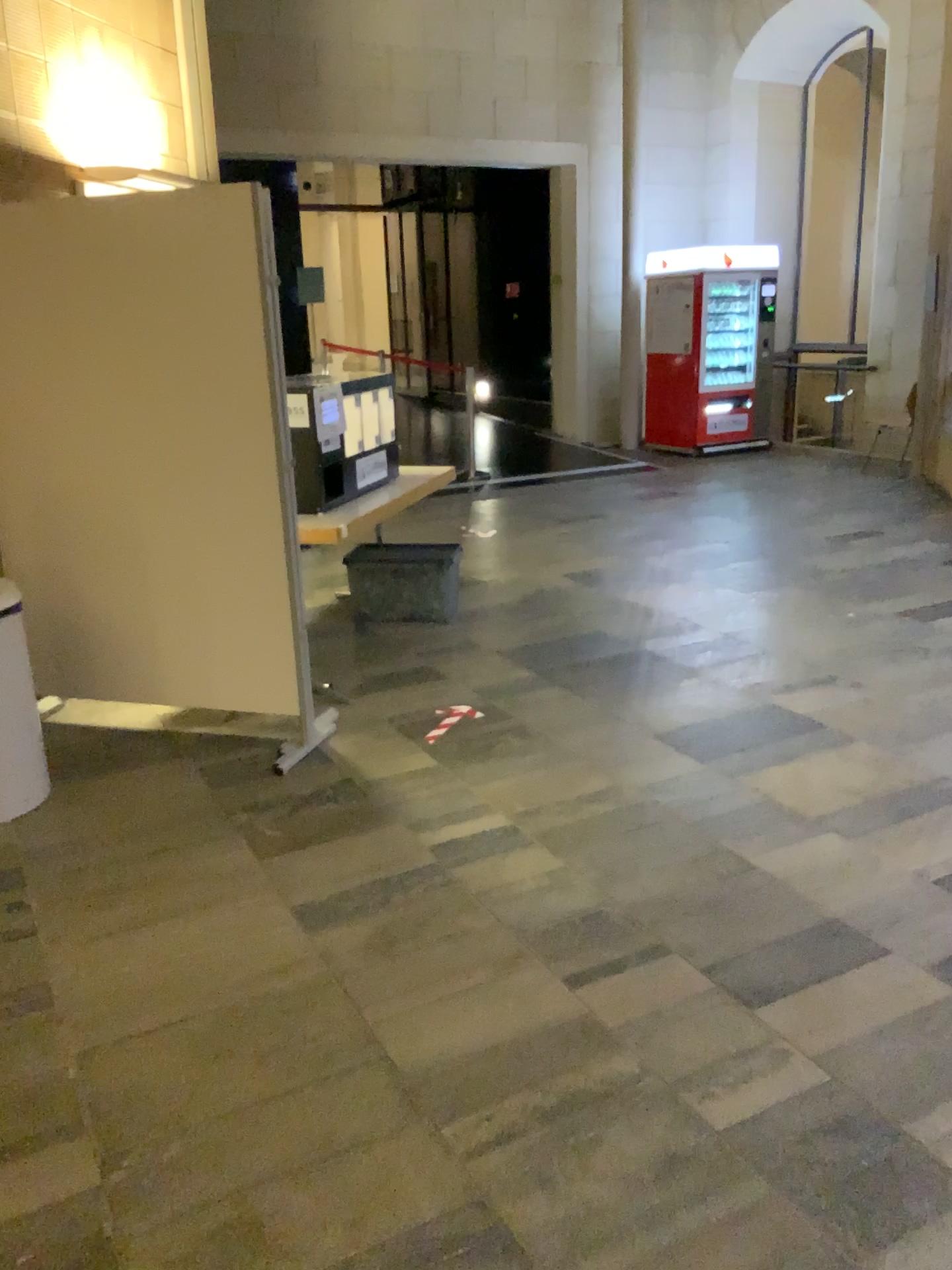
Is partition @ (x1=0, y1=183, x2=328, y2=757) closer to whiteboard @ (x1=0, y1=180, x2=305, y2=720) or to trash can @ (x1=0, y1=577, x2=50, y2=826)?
whiteboard @ (x1=0, y1=180, x2=305, y2=720)

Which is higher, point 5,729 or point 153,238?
point 153,238

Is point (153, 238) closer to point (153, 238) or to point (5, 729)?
point (153, 238)

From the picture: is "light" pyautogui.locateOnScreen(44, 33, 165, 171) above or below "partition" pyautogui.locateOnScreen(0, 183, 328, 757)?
above

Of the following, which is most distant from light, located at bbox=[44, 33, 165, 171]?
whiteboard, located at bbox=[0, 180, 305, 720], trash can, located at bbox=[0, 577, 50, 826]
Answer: trash can, located at bbox=[0, 577, 50, 826]

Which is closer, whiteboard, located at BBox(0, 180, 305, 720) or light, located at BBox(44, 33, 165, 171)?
whiteboard, located at BBox(0, 180, 305, 720)

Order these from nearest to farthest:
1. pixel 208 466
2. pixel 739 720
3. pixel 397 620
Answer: pixel 208 466
pixel 739 720
pixel 397 620

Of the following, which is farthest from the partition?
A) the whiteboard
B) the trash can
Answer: the trash can

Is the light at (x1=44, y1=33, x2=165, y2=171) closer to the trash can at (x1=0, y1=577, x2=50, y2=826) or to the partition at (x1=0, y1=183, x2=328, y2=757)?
the partition at (x1=0, y1=183, x2=328, y2=757)

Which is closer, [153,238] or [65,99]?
[153,238]
